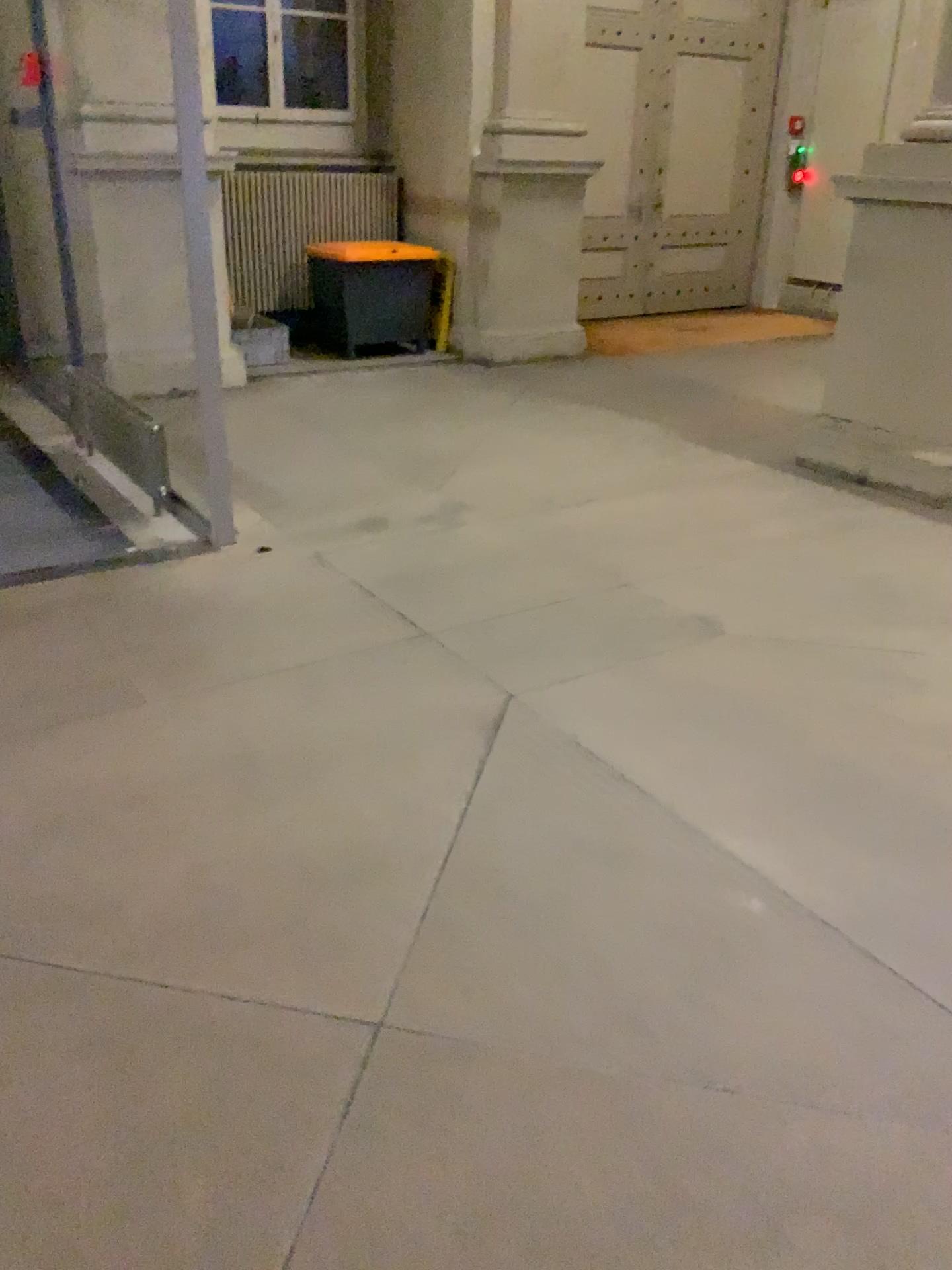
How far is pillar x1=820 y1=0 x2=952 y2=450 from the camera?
4.6 meters

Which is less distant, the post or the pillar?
the post

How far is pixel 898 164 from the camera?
4.6m

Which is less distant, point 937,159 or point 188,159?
point 188,159

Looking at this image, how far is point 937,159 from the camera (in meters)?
4.57
